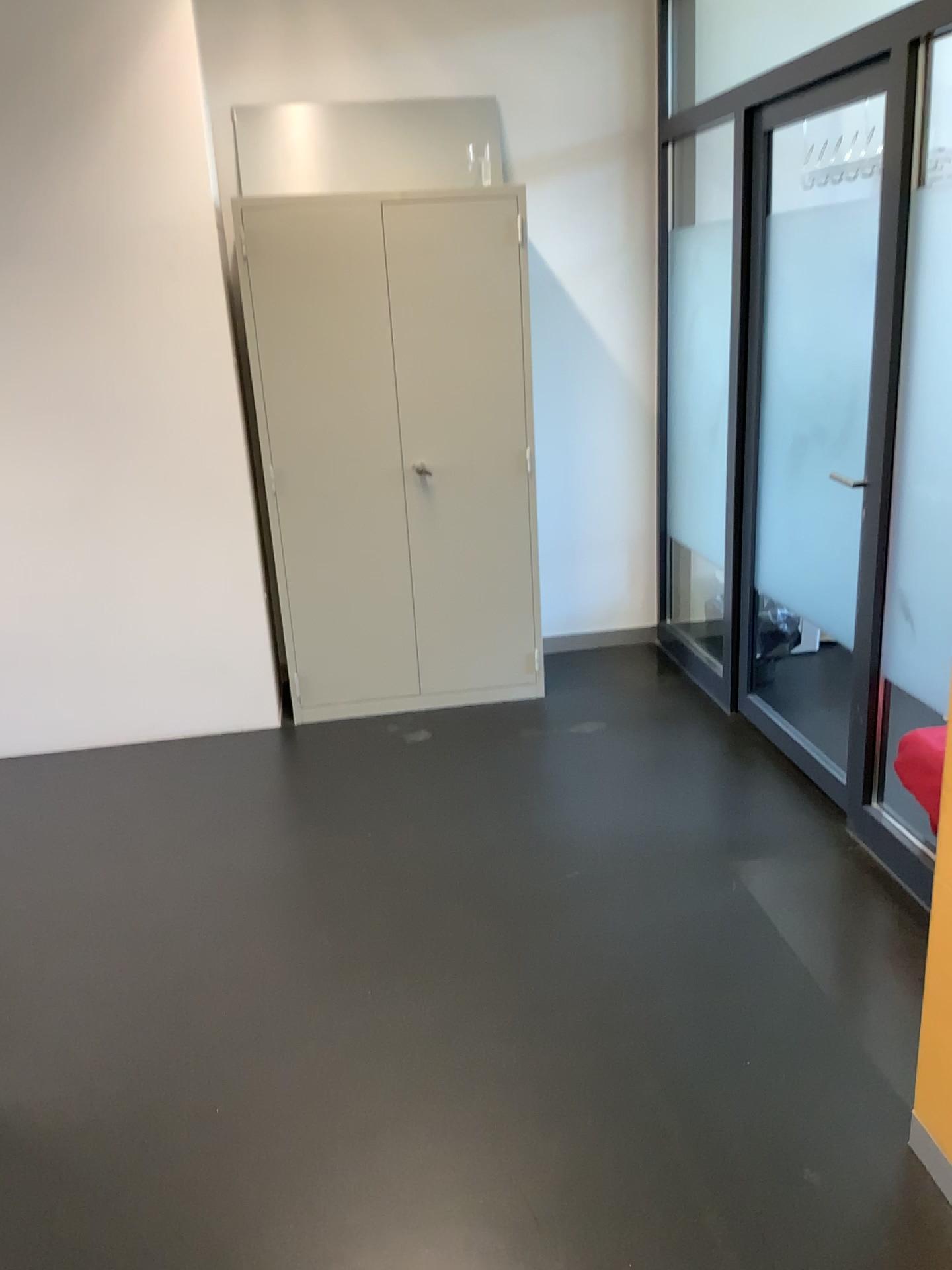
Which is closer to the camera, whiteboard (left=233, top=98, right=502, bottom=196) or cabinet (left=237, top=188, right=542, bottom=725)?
cabinet (left=237, top=188, right=542, bottom=725)

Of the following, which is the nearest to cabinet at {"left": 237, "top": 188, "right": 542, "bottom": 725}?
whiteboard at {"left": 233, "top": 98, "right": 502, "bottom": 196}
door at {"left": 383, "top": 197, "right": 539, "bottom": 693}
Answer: door at {"left": 383, "top": 197, "right": 539, "bottom": 693}

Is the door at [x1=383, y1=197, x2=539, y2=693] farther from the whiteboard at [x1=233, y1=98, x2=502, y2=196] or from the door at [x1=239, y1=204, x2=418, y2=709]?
the whiteboard at [x1=233, y1=98, x2=502, y2=196]

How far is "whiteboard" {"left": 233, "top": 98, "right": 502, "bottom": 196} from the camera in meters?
4.0

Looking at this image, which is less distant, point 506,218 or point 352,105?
point 506,218

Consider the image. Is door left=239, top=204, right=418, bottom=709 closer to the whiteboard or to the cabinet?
the cabinet

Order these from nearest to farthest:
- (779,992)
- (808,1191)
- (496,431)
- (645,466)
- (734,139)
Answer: (808,1191), (779,992), (734,139), (496,431), (645,466)

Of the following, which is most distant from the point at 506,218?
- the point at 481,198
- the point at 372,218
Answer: Result: the point at 372,218

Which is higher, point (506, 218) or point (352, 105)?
point (352, 105)

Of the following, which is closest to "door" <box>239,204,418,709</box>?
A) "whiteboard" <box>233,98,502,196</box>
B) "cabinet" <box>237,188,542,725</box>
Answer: "cabinet" <box>237,188,542,725</box>
